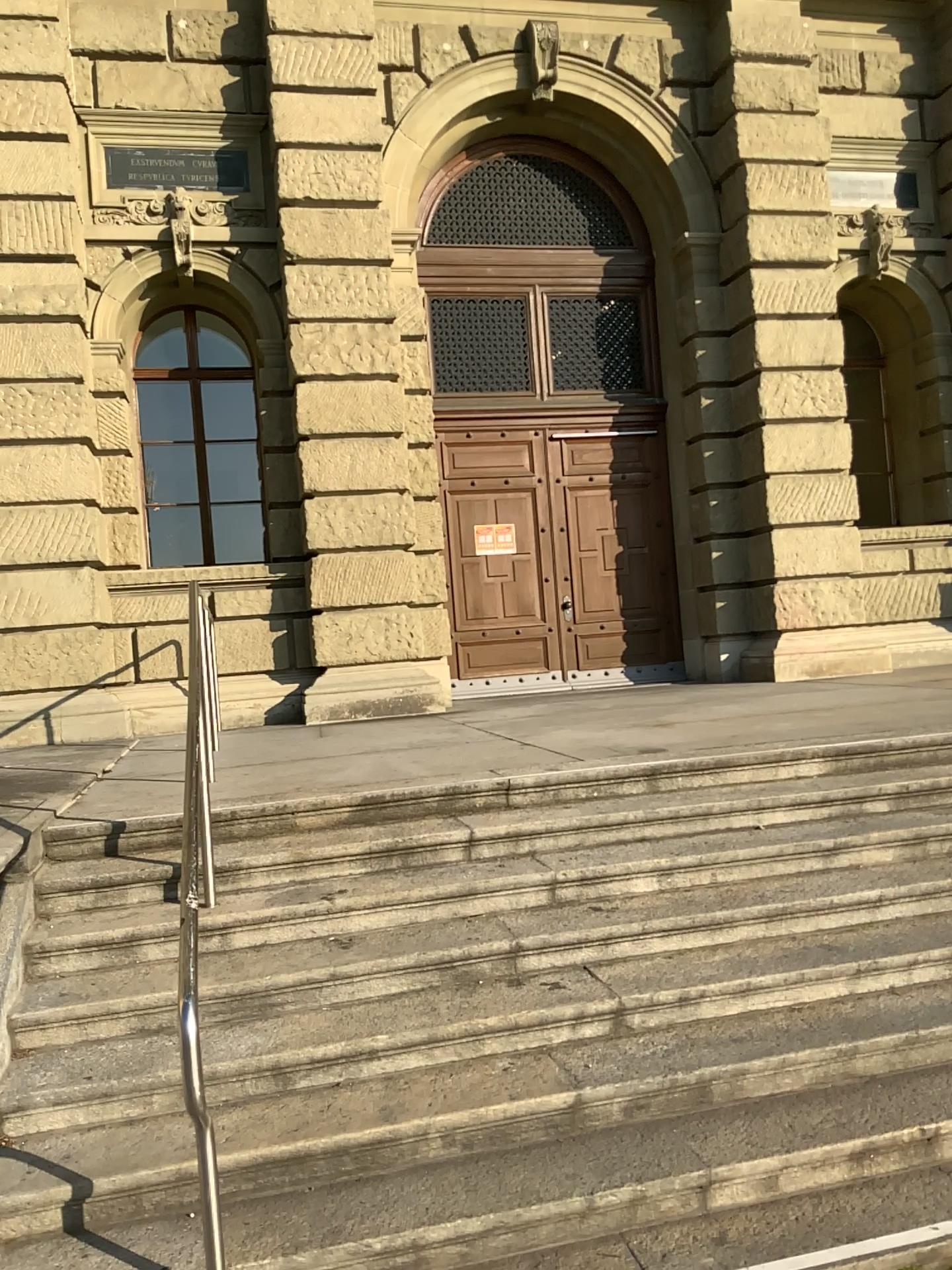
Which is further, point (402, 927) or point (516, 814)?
point (516, 814)
